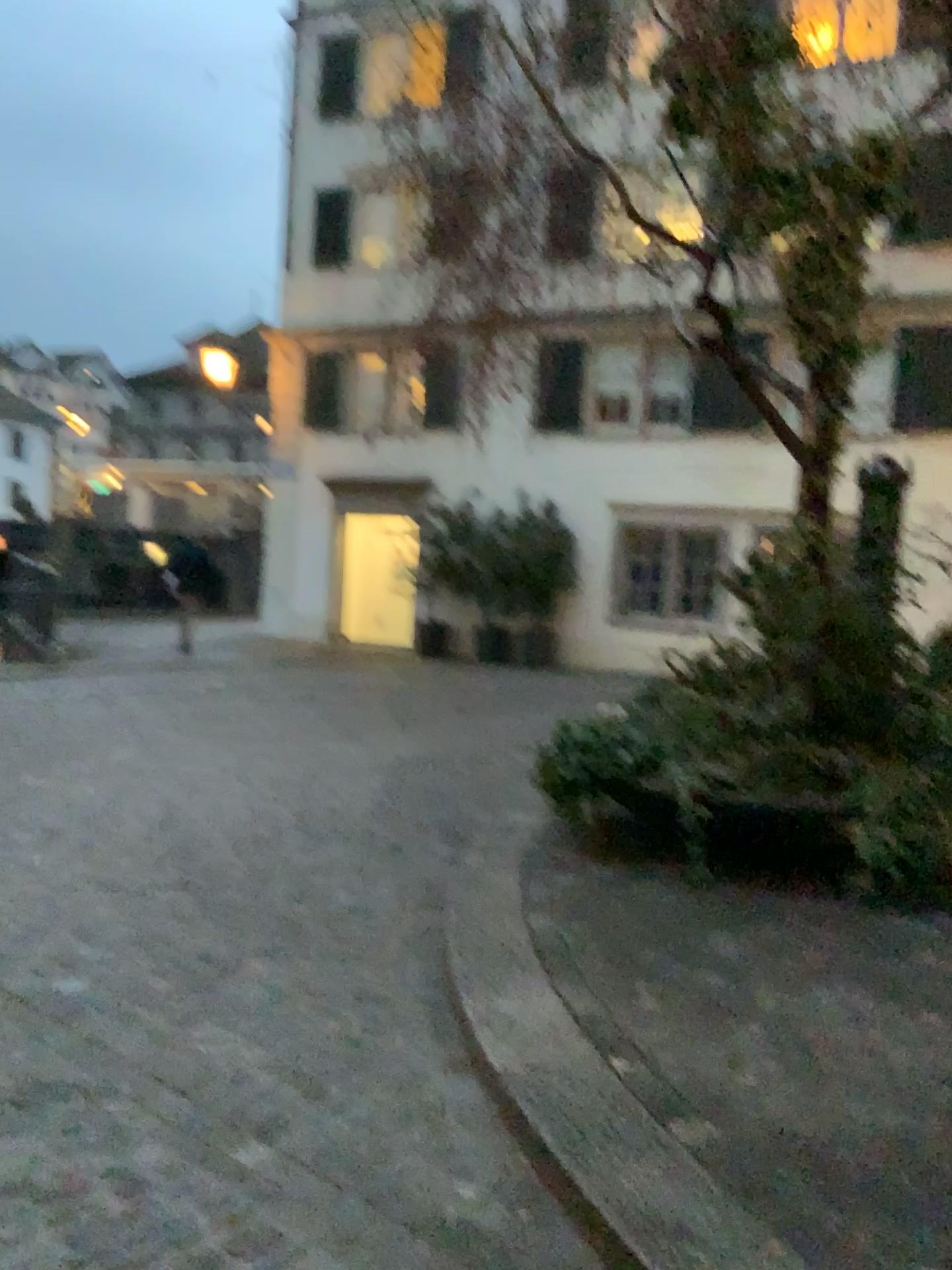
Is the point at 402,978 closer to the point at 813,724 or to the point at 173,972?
the point at 173,972
